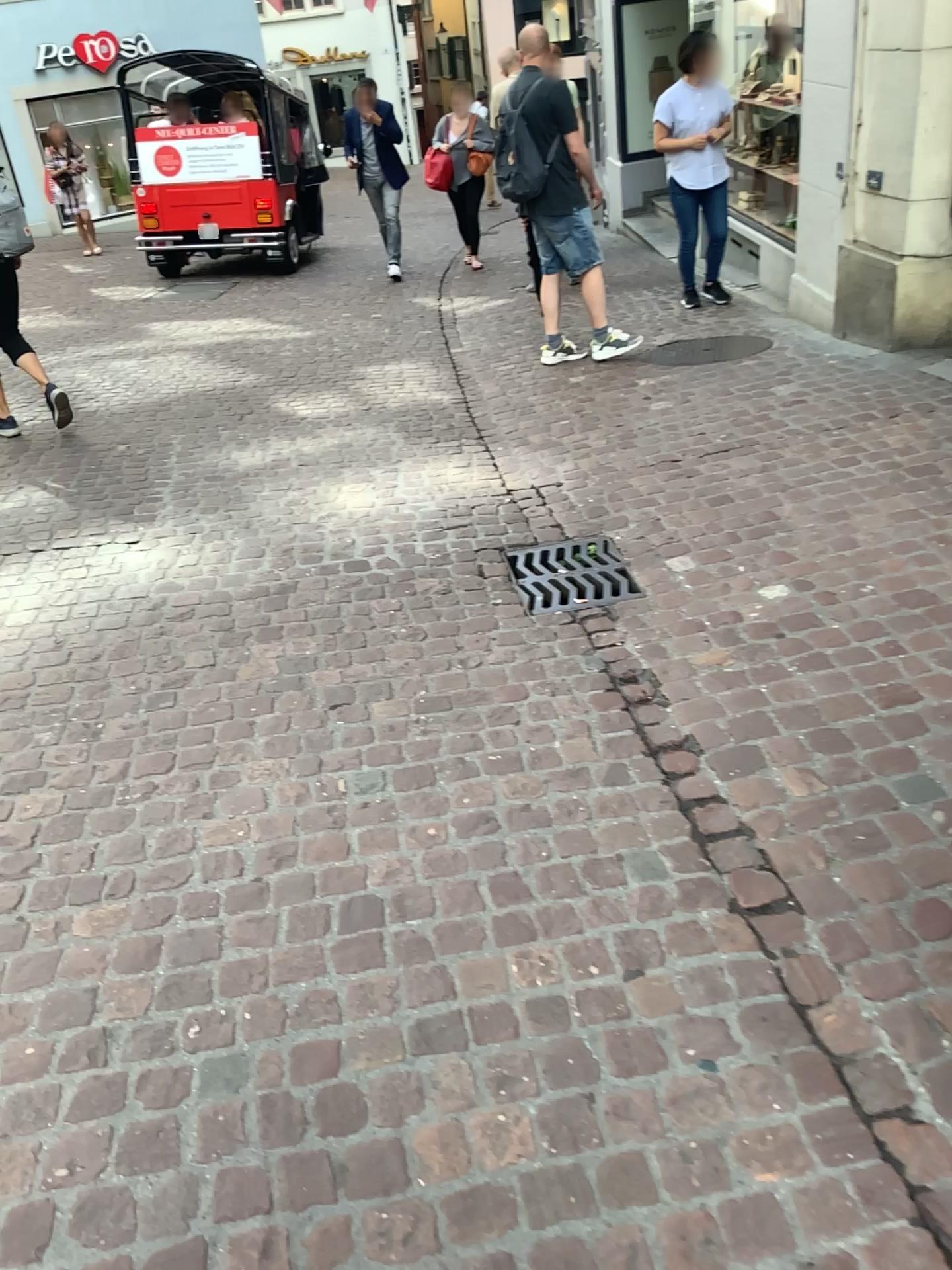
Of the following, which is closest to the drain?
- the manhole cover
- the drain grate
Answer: the manhole cover

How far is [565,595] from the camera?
3.3m

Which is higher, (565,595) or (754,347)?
(754,347)

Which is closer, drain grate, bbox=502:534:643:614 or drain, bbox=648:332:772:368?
drain grate, bbox=502:534:643:614

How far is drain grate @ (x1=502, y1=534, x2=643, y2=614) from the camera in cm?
328

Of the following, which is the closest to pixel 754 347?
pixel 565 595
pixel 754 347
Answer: pixel 754 347

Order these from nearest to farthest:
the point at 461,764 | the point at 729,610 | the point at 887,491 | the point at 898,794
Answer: the point at 898,794 → the point at 461,764 → the point at 729,610 → the point at 887,491

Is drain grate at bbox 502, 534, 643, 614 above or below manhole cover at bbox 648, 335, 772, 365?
below

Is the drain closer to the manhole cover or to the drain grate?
the manhole cover
